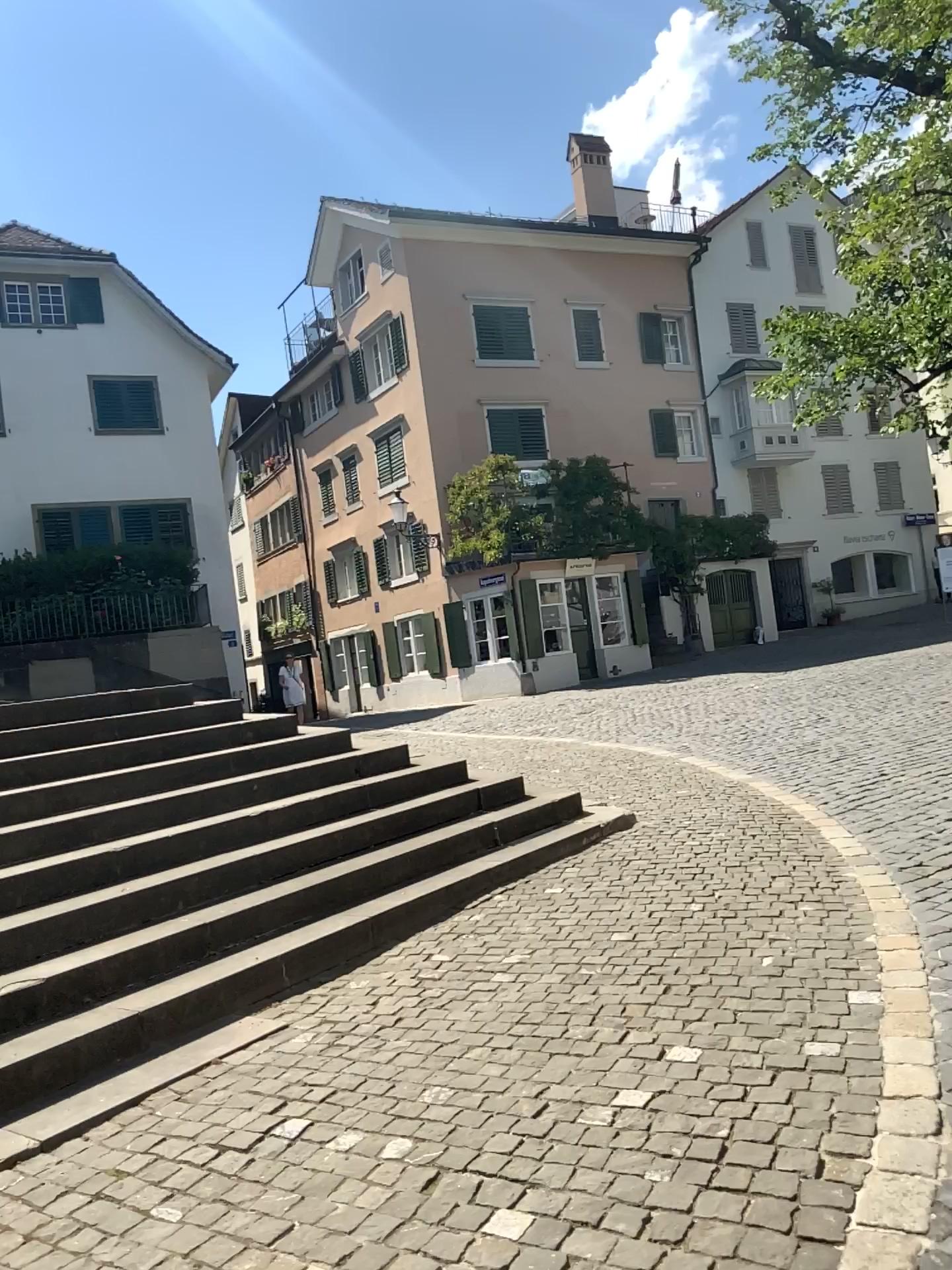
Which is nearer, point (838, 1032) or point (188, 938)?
point (838, 1032)
